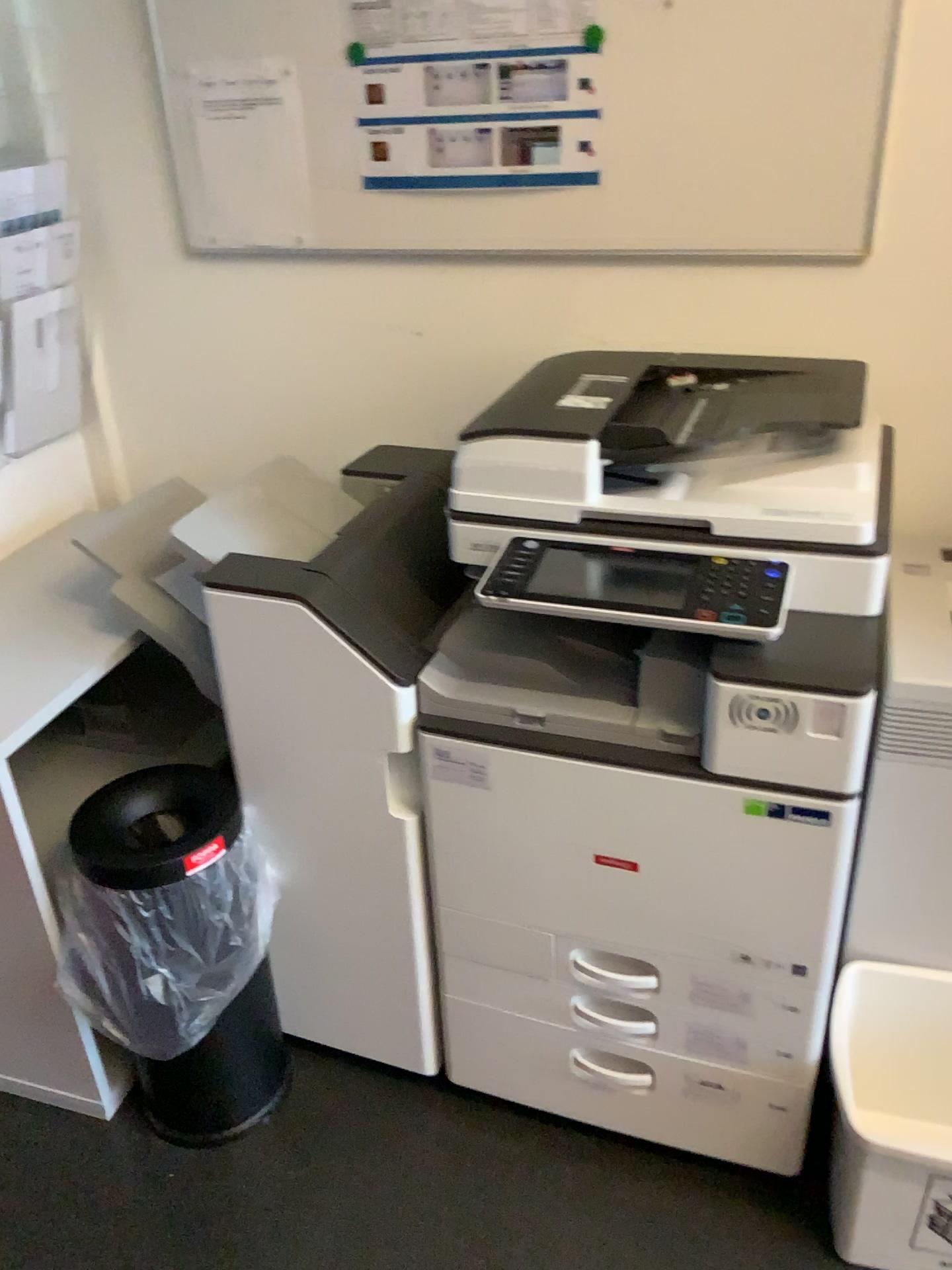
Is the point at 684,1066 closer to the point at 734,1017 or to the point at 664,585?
the point at 734,1017

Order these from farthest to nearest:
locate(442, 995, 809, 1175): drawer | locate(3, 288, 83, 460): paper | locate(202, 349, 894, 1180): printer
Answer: locate(3, 288, 83, 460): paper
locate(442, 995, 809, 1175): drawer
locate(202, 349, 894, 1180): printer

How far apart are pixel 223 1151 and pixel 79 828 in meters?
0.6 m

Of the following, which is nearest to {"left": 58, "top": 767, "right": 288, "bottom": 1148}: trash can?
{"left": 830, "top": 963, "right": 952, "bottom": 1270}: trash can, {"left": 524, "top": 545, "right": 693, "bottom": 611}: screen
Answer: {"left": 524, "top": 545, "right": 693, "bottom": 611}: screen

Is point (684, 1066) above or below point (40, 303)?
below

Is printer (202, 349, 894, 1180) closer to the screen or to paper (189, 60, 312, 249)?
the screen

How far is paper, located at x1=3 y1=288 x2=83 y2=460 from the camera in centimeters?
187cm

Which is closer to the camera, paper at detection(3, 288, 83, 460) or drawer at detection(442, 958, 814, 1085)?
drawer at detection(442, 958, 814, 1085)

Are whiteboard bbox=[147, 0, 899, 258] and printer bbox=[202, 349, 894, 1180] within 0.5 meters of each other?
yes

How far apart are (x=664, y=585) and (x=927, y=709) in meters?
0.4
